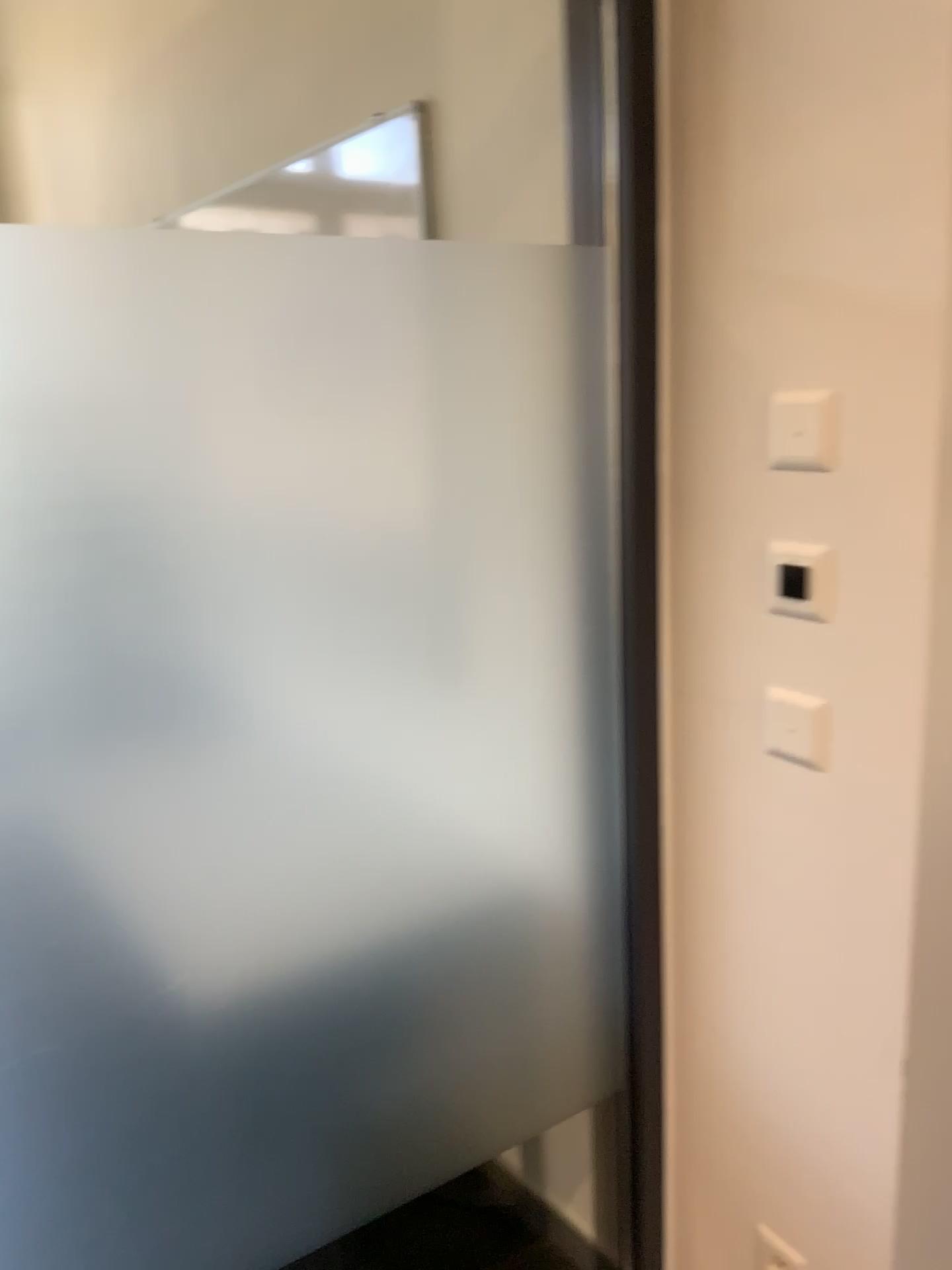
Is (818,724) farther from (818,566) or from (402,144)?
(402,144)

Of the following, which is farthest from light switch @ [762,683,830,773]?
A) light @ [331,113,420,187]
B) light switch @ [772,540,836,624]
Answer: light @ [331,113,420,187]

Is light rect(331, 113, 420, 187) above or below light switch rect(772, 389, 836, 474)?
above

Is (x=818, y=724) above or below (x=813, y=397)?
below

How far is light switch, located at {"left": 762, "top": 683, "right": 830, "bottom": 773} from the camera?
1.30m

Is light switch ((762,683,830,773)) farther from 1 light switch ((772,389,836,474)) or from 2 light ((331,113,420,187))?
2 light ((331,113,420,187))

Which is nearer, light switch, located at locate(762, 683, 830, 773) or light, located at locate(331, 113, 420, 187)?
light switch, located at locate(762, 683, 830, 773)

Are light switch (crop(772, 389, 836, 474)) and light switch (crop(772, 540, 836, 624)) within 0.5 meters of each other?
yes

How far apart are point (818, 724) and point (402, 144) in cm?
126

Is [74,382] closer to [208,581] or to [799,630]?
[208,581]
